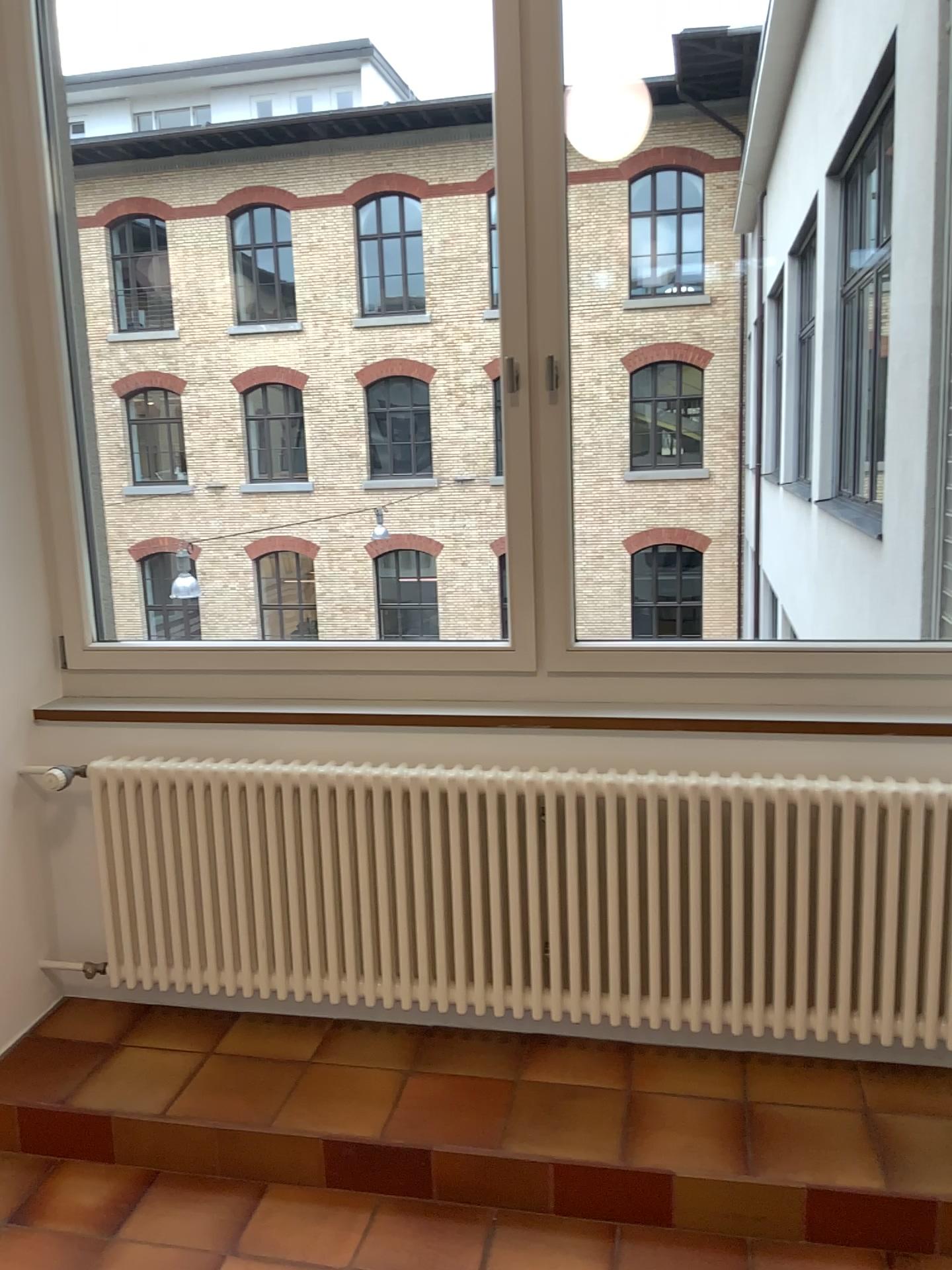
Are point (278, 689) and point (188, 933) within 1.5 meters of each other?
yes

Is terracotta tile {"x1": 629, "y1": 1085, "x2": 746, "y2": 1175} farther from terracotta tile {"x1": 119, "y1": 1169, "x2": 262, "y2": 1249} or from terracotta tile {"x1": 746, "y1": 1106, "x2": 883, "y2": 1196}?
terracotta tile {"x1": 119, "y1": 1169, "x2": 262, "y2": 1249}

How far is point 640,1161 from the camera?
2.12m

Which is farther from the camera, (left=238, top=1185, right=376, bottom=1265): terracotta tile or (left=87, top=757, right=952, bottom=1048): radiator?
(left=87, top=757, right=952, bottom=1048): radiator

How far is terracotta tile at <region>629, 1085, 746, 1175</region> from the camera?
2.1m

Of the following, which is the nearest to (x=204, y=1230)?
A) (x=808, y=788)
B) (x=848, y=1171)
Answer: (x=848, y=1171)

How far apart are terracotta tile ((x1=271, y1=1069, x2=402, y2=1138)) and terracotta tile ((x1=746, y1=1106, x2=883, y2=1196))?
0.8 meters

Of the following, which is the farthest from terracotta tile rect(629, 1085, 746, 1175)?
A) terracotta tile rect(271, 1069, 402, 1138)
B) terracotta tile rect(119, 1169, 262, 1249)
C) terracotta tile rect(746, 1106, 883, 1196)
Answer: terracotta tile rect(119, 1169, 262, 1249)

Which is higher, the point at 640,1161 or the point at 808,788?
the point at 808,788

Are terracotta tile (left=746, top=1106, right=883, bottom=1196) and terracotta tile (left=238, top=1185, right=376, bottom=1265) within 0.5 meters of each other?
no
